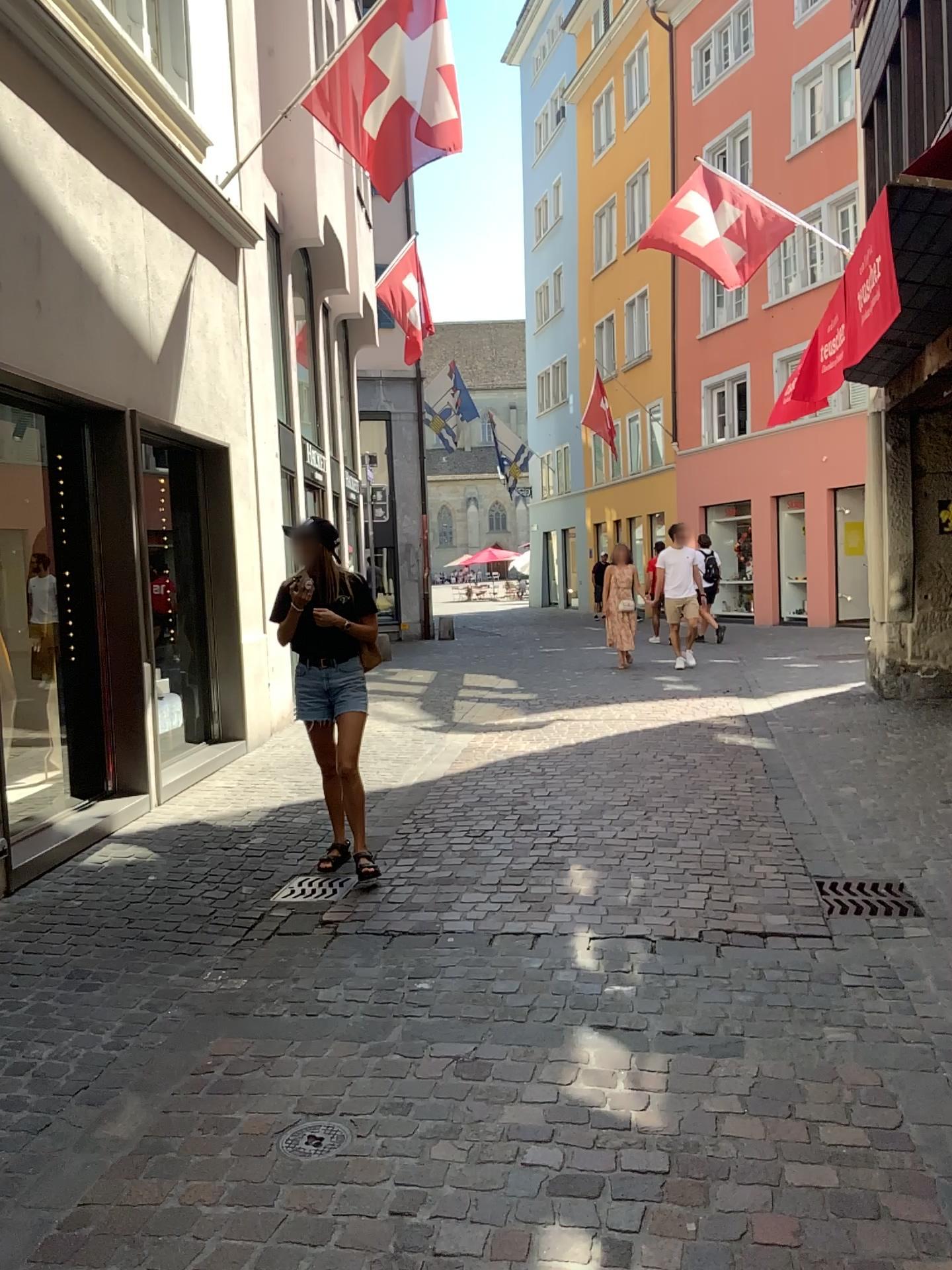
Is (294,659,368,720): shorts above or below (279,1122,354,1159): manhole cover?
above

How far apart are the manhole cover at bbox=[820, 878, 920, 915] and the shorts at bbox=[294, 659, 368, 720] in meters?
2.2

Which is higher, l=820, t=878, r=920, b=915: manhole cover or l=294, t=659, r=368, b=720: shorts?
l=294, t=659, r=368, b=720: shorts

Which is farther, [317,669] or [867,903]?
[317,669]

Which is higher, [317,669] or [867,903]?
[317,669]

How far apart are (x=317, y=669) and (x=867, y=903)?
2.5 meters

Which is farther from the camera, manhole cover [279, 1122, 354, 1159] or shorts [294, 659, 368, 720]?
shorts [294, 659, 368, 720]

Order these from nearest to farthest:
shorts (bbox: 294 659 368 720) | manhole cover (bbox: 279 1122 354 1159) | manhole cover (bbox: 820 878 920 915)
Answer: manhole cover (bbox: 279 1122 354 1159), manhole cover (bbox: 820 878 920 915), shorts (bbox: 294 659 368 720)

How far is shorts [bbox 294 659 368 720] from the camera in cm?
487

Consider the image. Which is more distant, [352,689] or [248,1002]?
[352,689]
